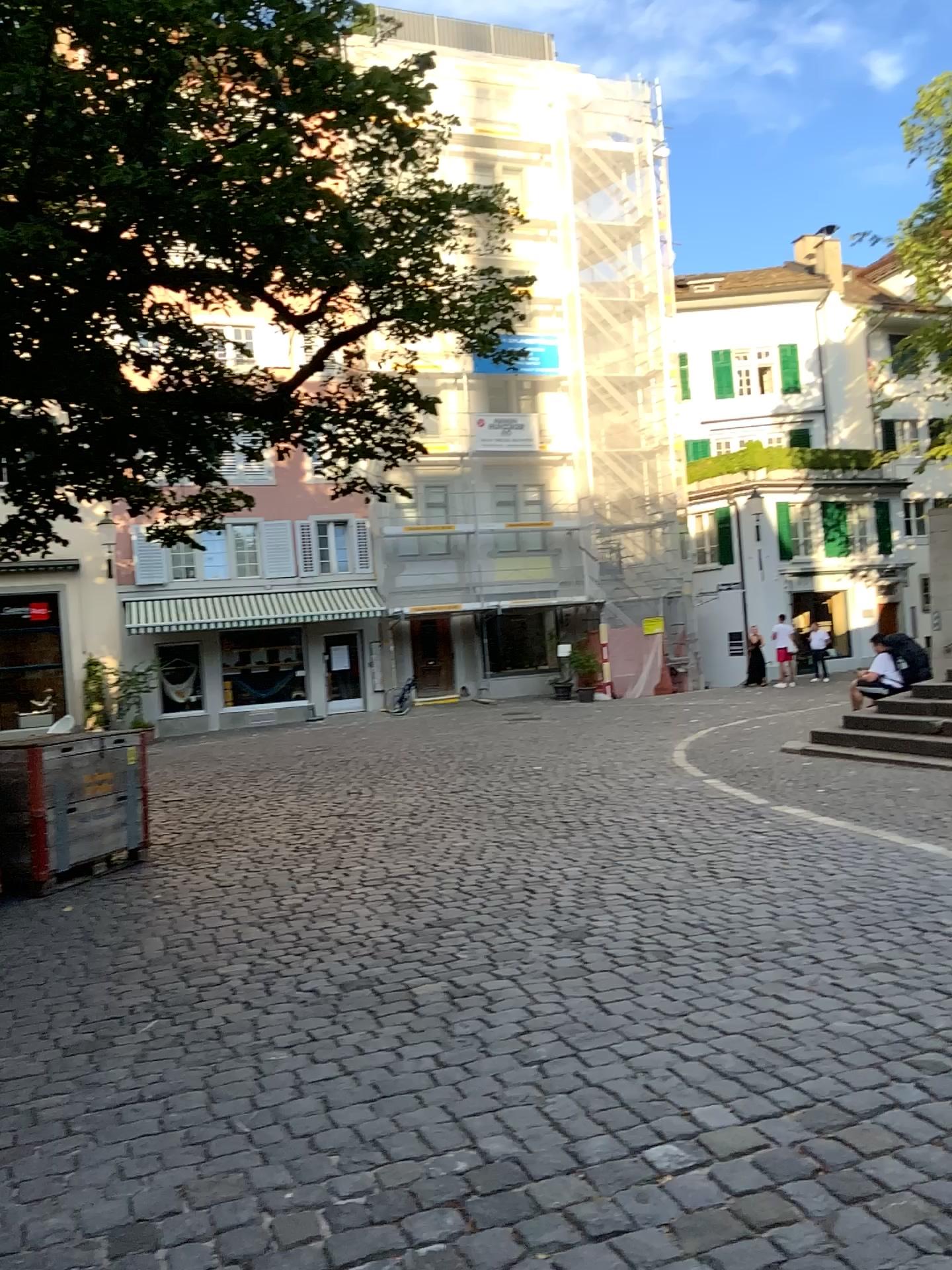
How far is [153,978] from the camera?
4.58m
